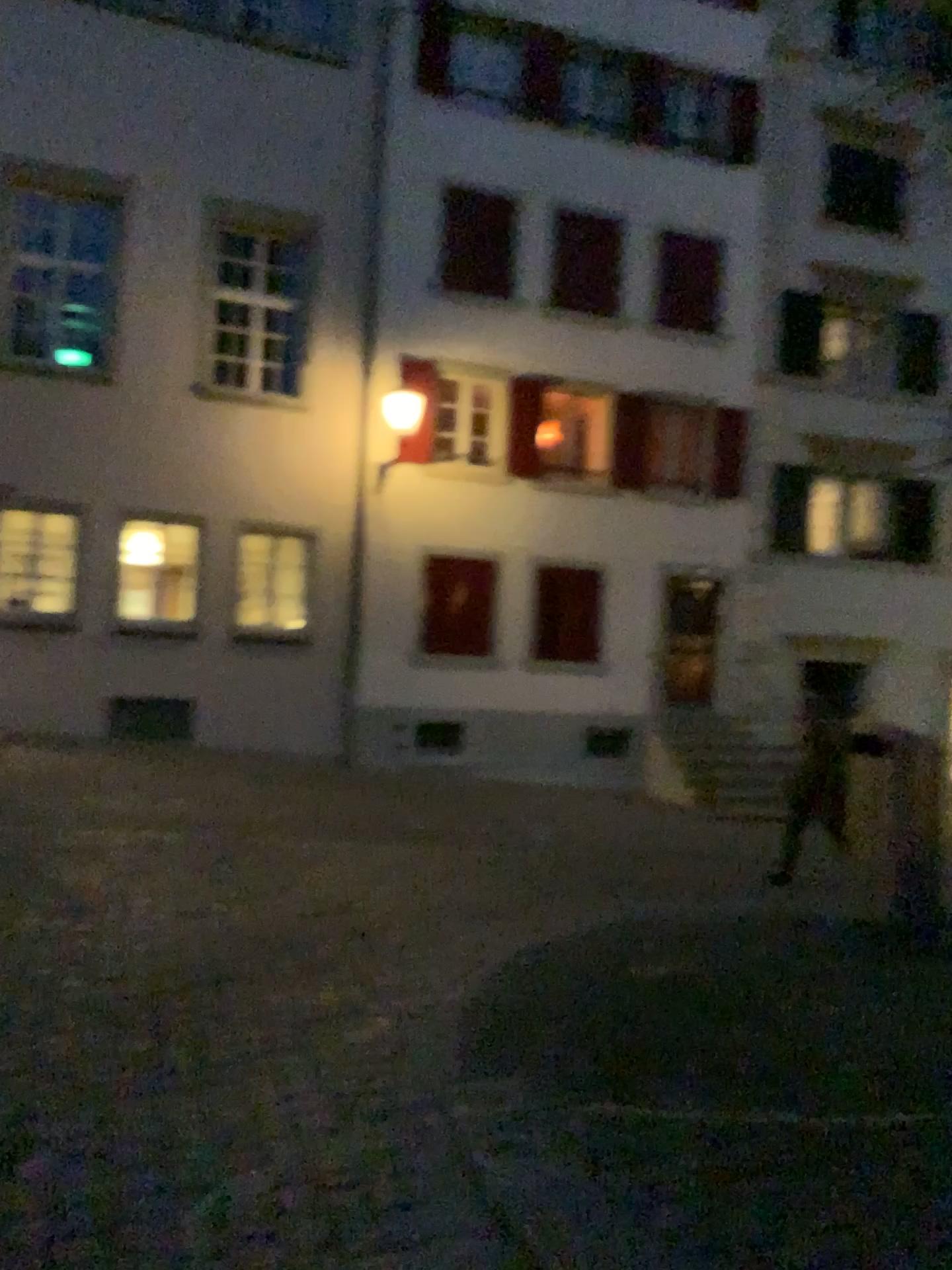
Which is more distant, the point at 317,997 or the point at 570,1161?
the point at 317,997
